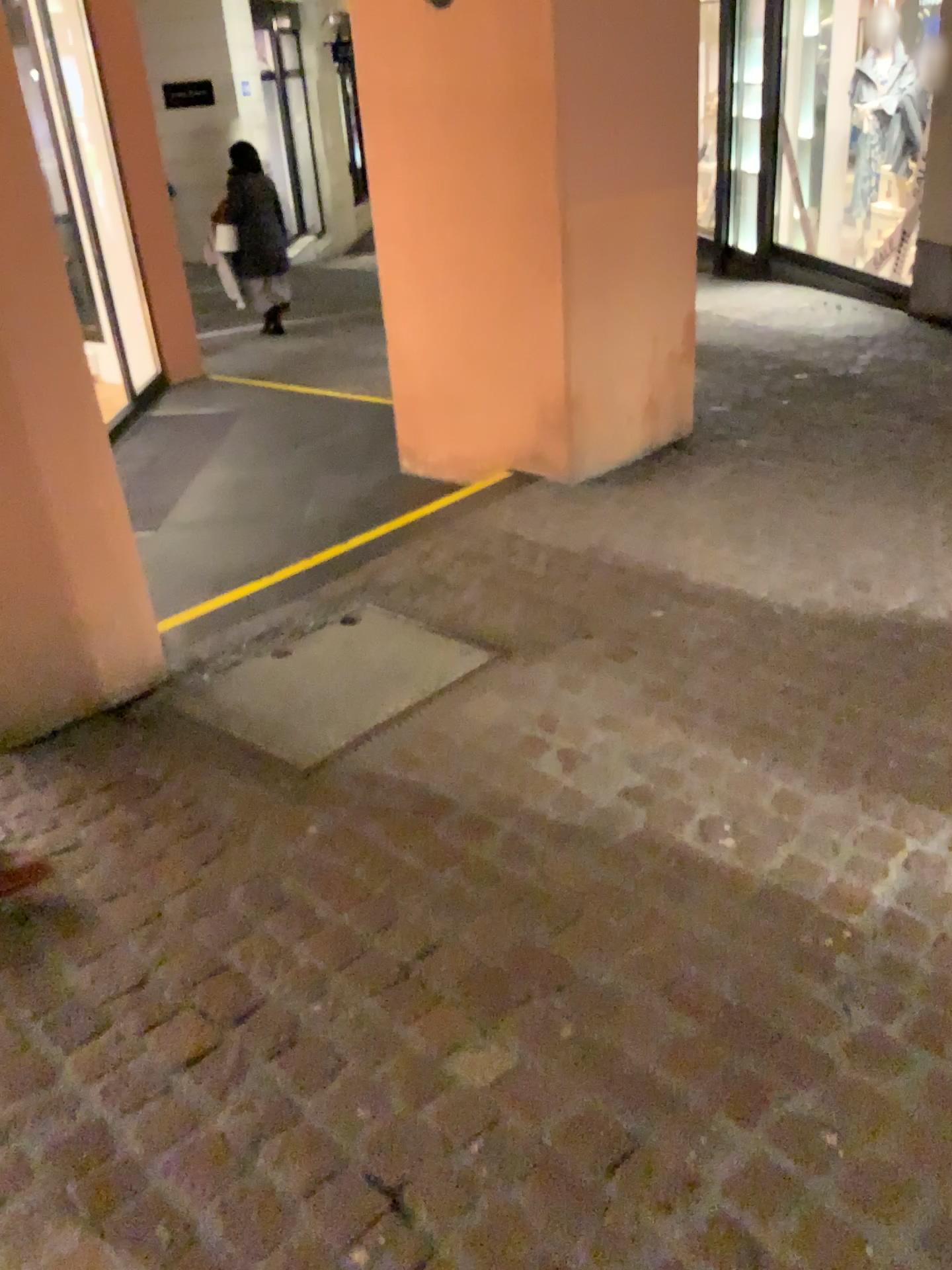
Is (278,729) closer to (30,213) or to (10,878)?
(10,878)

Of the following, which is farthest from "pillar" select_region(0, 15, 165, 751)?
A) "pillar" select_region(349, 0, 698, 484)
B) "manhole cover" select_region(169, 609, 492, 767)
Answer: "pillar" select_region(349, 0, 698, 484)

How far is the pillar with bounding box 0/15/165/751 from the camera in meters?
2.4 m

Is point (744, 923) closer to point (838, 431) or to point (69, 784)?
point (69, 784)

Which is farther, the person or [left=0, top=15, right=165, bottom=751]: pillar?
[left=0, top=15, right=165, bottom=751]: pillar

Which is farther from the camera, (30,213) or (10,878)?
(30,213)

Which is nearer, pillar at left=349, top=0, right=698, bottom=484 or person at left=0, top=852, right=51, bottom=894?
person at left=0, top=852, right=51, bottom=894

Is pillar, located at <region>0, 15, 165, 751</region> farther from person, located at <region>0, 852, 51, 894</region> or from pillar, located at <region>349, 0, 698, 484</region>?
pillar, located at <region>349, 0, 698, 484</region>

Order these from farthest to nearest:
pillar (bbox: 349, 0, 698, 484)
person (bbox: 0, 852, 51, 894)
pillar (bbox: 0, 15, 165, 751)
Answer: pillar (bbox: 349, 0, 698, 484) < pillar (bbox: 0, 15, 165, 751) < person (bbox: 0, 852, 51, 894)

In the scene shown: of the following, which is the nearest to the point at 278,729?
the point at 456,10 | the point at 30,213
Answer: the point at 30,213
